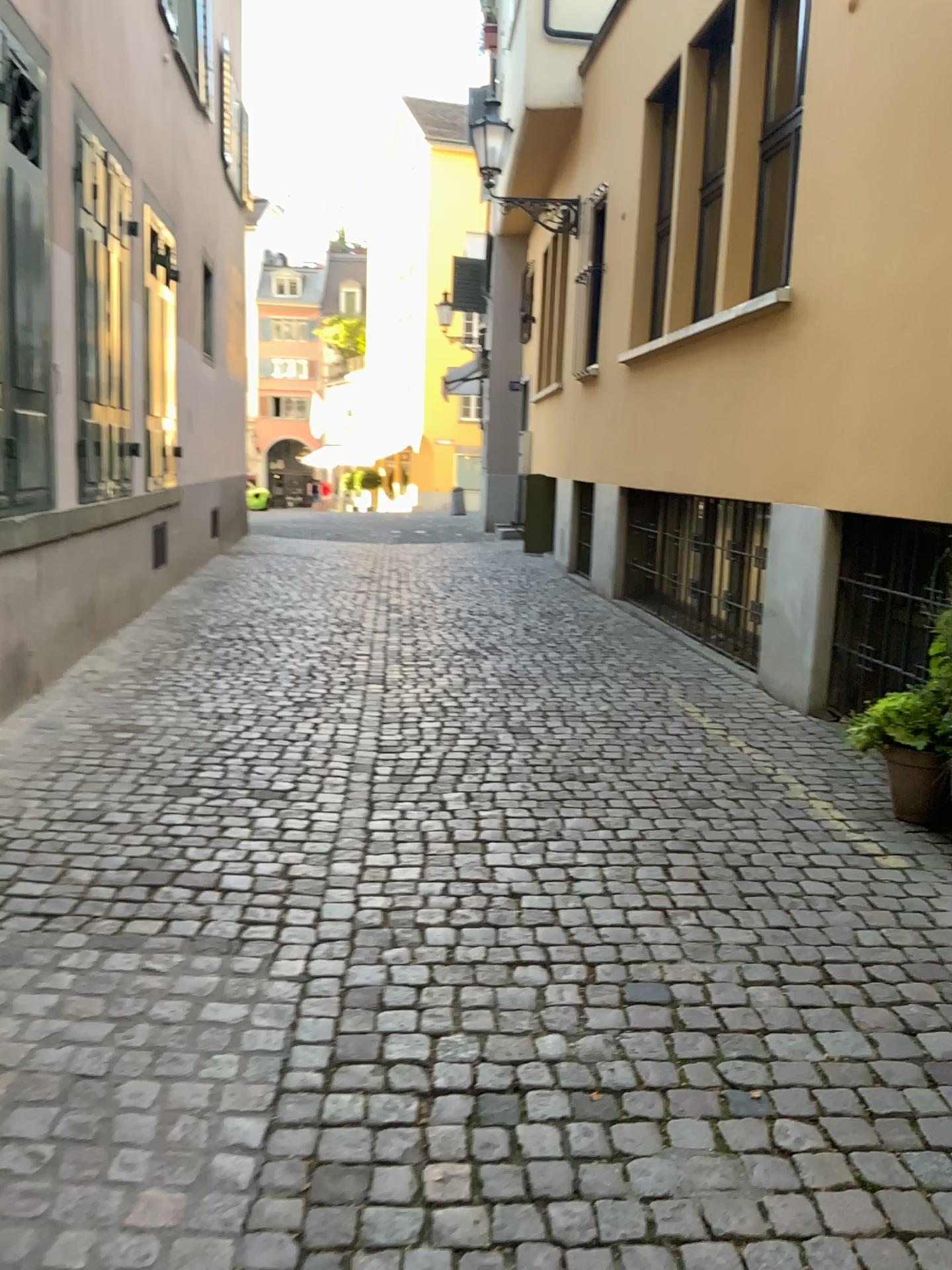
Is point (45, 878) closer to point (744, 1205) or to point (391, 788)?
point (391, 788)
